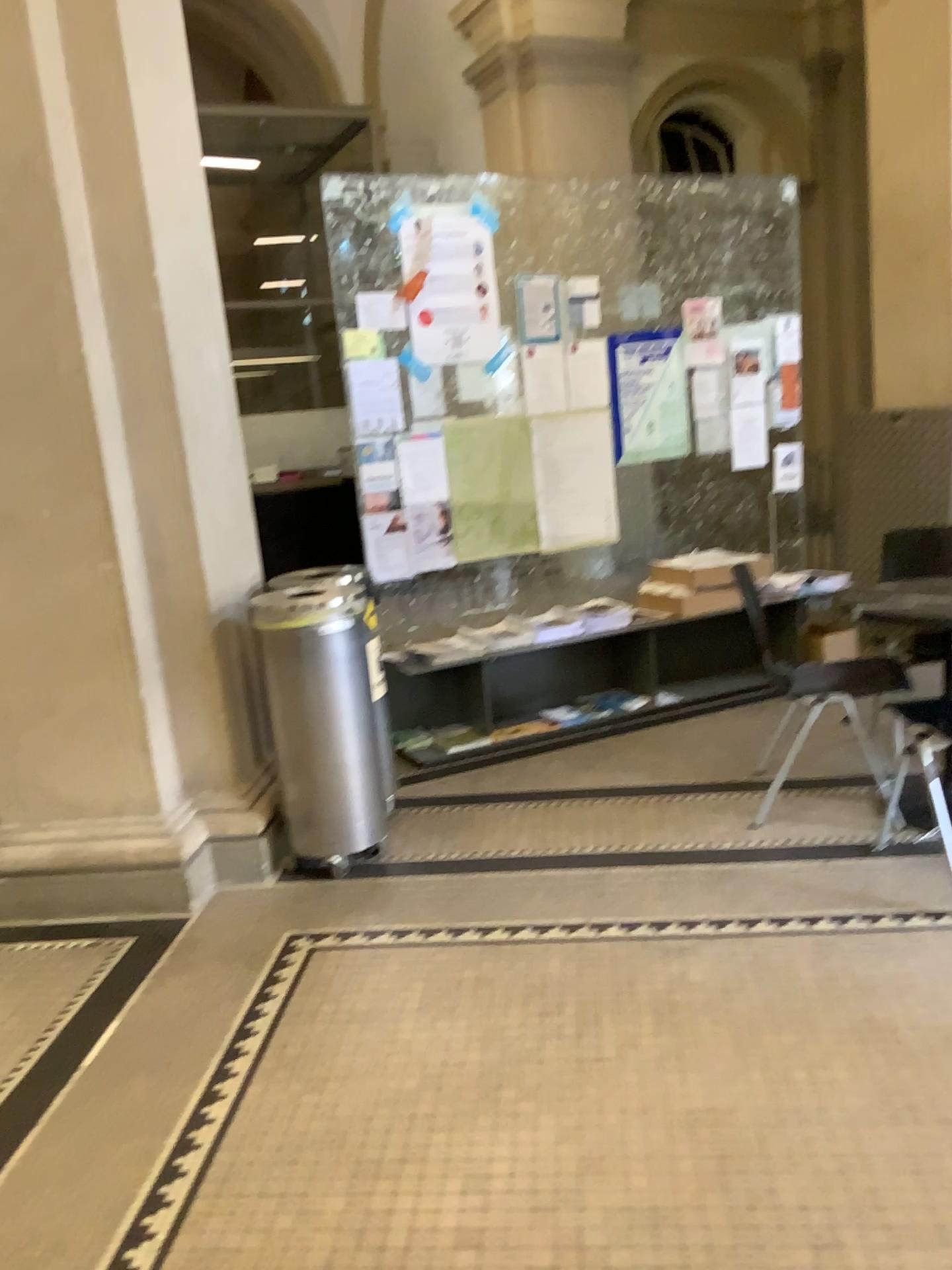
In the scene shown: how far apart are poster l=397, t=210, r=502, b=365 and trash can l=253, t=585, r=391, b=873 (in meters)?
1.56

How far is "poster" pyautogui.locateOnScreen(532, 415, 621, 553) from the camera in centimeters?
481cm

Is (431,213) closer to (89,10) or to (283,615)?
(89,10)

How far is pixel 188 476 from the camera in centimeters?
331cm

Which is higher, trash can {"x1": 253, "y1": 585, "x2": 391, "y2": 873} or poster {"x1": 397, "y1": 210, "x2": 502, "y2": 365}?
poster {"x1": 397, "y1": 210, "x2": 502, "y2": 365}

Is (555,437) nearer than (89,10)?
No

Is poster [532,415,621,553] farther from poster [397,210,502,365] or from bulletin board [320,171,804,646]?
poster [397,210,502,365]

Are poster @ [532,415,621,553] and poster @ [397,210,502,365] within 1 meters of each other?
yes

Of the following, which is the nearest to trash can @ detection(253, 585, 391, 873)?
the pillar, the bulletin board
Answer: the pillar

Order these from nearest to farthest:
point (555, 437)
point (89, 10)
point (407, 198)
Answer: point (89, 10)
point (407, 198)
point (555, 437)
